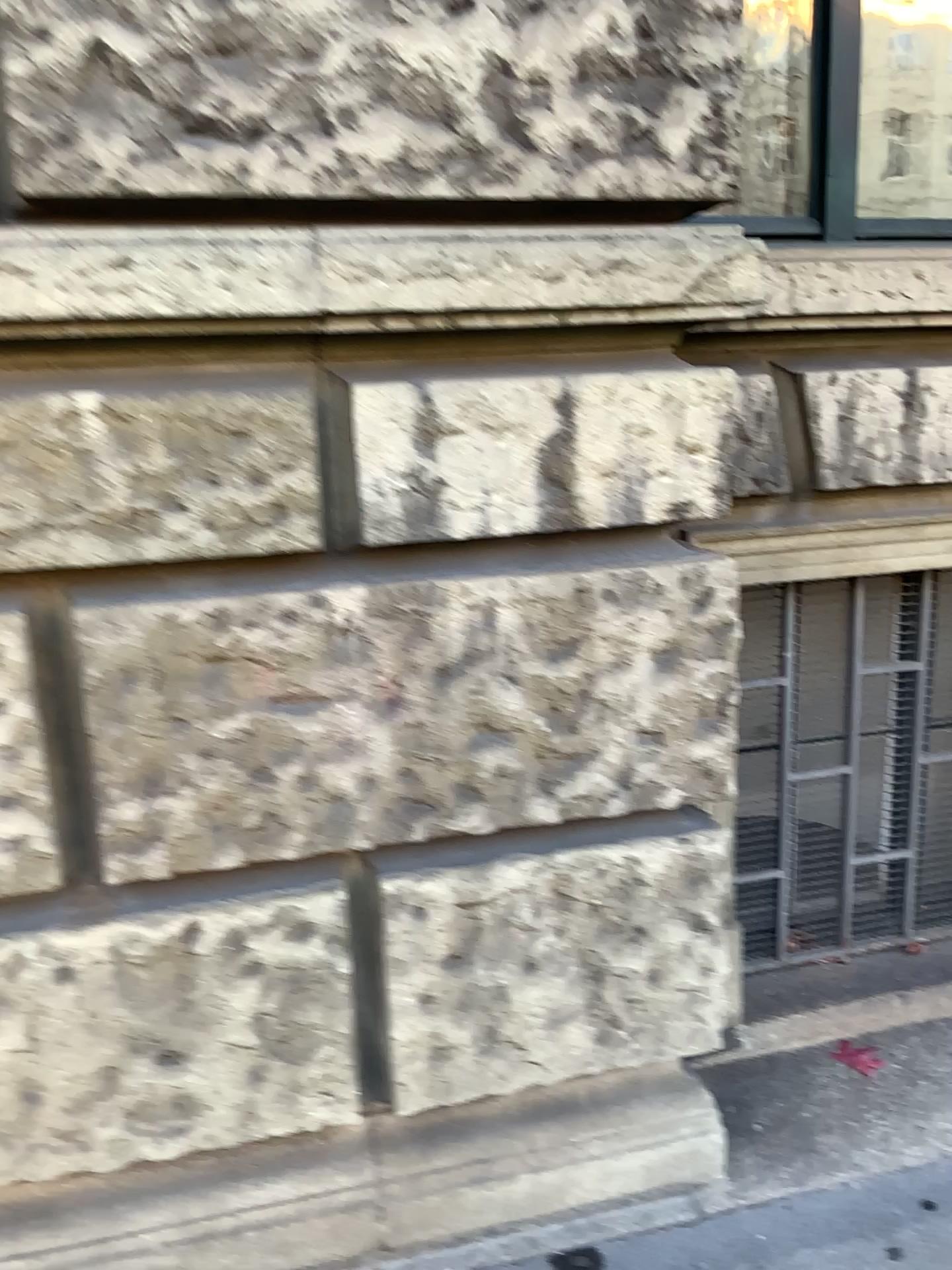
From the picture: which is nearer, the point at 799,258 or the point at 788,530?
the point at 799,258

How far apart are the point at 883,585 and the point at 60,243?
1.9m

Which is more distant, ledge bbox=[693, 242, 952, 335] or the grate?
the grate

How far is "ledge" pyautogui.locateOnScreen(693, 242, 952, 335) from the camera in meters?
1.8

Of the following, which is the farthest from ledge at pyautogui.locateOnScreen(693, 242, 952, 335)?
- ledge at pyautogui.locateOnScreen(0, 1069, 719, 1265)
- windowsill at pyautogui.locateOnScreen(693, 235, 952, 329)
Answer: A: ledge at pyautogui.locateOnScreen(0, 1069, 719, 1265)

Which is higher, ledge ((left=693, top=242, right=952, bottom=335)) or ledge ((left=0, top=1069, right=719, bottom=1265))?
ledge ((left=693, top=242, right=952, bottom=335))

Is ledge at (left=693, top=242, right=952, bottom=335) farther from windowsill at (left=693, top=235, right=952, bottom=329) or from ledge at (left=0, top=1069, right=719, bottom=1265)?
ledge at (left=0, top=1069, right=719, bottom=1265)

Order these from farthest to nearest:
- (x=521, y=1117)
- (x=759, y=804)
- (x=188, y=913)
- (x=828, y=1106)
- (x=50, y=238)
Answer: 1. (x=759, y=804)
2. (x=828, y=1106)
3. (x=521, y=1117)
4. (x=188, y=913)
5. (x=50, y=238)

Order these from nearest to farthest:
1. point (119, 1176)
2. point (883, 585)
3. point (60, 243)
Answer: point (60, 243)
point (119, 1176)
point (883, 585)

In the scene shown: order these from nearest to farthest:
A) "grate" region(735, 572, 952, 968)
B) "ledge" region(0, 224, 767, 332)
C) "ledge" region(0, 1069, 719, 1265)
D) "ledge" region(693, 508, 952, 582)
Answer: "ledge" region(0, 224, 767, 332), "ledge" region(0, 1069, 719, 1265), "ledge" region(693, 508, 952, 582), "grate" region(735, 572, 952, 968)
